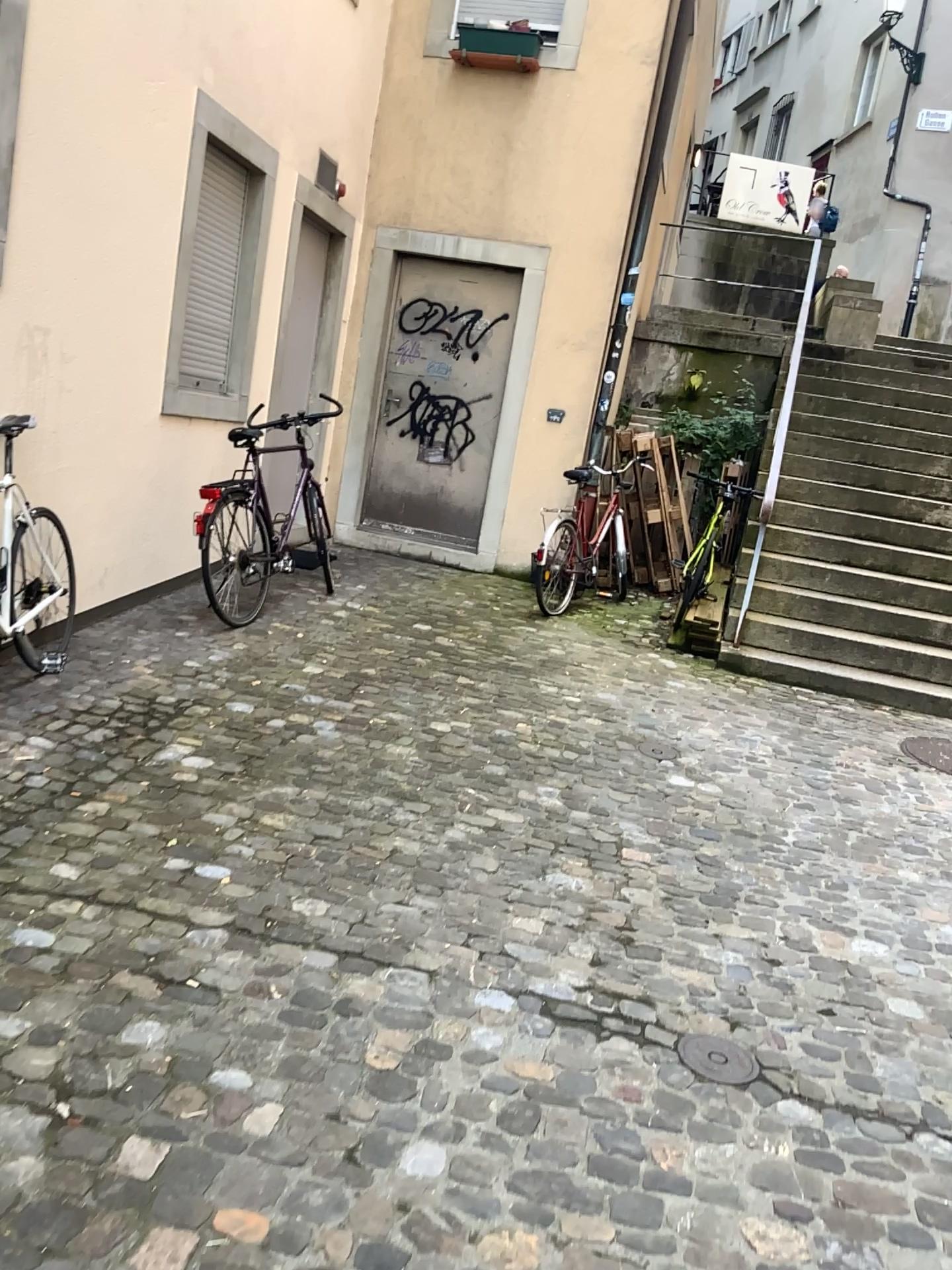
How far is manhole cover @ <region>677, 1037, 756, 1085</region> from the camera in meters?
2.4 m

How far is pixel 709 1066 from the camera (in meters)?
2.44

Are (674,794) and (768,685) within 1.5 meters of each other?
no
